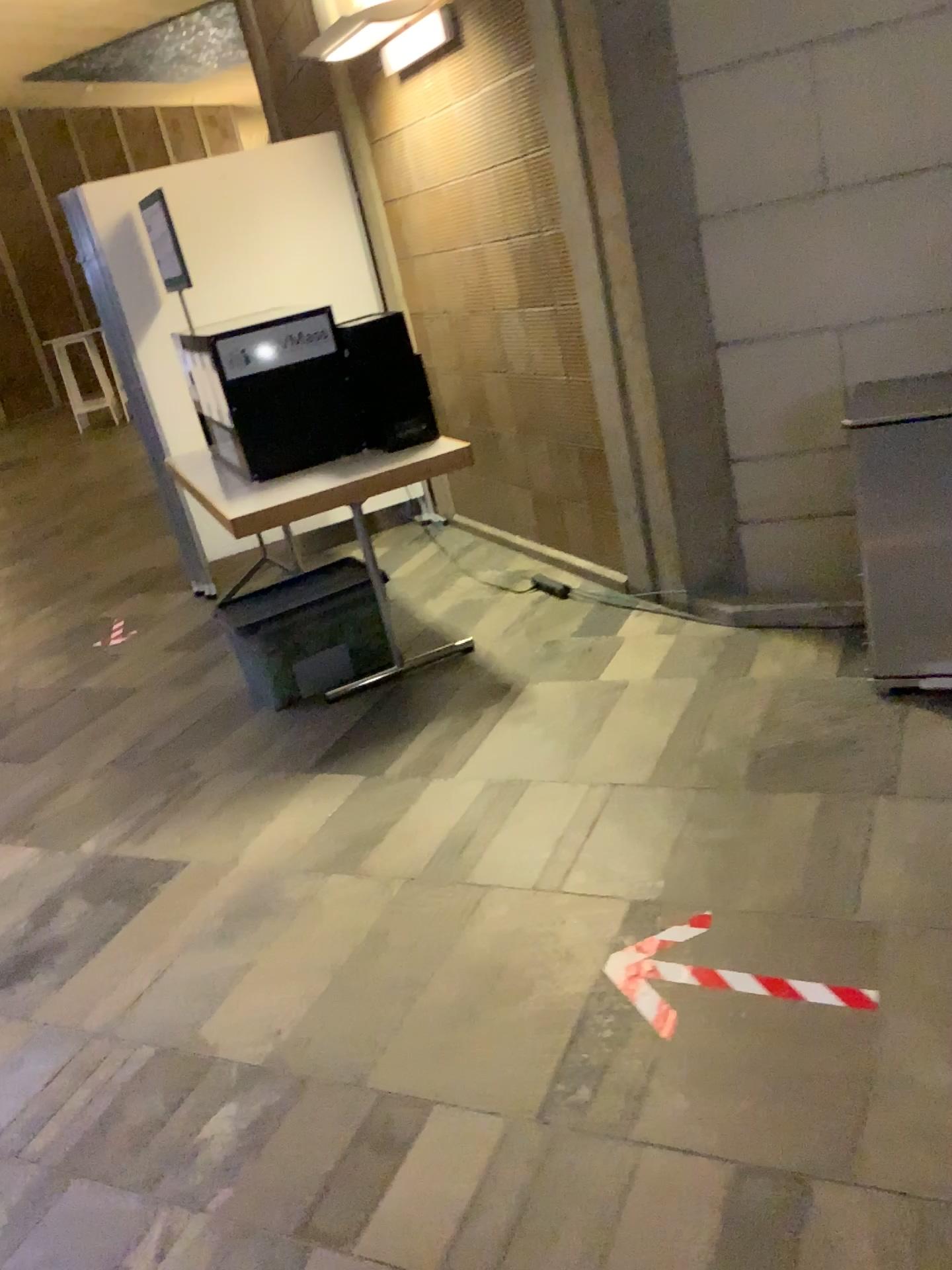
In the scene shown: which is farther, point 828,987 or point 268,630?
point 268,630

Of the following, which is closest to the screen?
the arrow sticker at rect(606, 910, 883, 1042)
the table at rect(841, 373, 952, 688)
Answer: the table at rect(841, 373, 952, 688)

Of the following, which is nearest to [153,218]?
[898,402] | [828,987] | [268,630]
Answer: [268,630]

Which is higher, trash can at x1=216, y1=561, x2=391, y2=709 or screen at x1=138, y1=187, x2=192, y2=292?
screen at x1=138, y1=187, x2=192, y2=292

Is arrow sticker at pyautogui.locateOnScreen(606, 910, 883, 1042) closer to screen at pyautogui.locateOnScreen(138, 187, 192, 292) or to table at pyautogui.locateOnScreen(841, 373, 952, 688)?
table at pyautogui.locateOnScreen(841, 373, 952, 688)

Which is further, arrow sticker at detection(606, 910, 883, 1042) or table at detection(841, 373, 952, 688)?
table at detection(841, 373, 952, 688)

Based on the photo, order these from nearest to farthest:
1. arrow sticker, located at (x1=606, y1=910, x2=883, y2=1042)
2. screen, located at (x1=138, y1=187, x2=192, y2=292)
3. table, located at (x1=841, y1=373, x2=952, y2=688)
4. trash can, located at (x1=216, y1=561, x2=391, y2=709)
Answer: arrow sticker, located at (x1=606, y1=910, x2=883, y2=1042) < table, located at (x1=841, y1=373, x2=952, y2=688) < trash can, located at (x1=216, y1=561, x2=391, y2=709) < screen, located at (x1=138, y1=187, x2=192, y2=292)

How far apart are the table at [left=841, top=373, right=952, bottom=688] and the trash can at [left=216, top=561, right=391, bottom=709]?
1.7m

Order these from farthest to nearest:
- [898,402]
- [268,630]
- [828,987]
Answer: [268,630] → [898,402] → [828,987]

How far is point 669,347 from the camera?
3.42m
